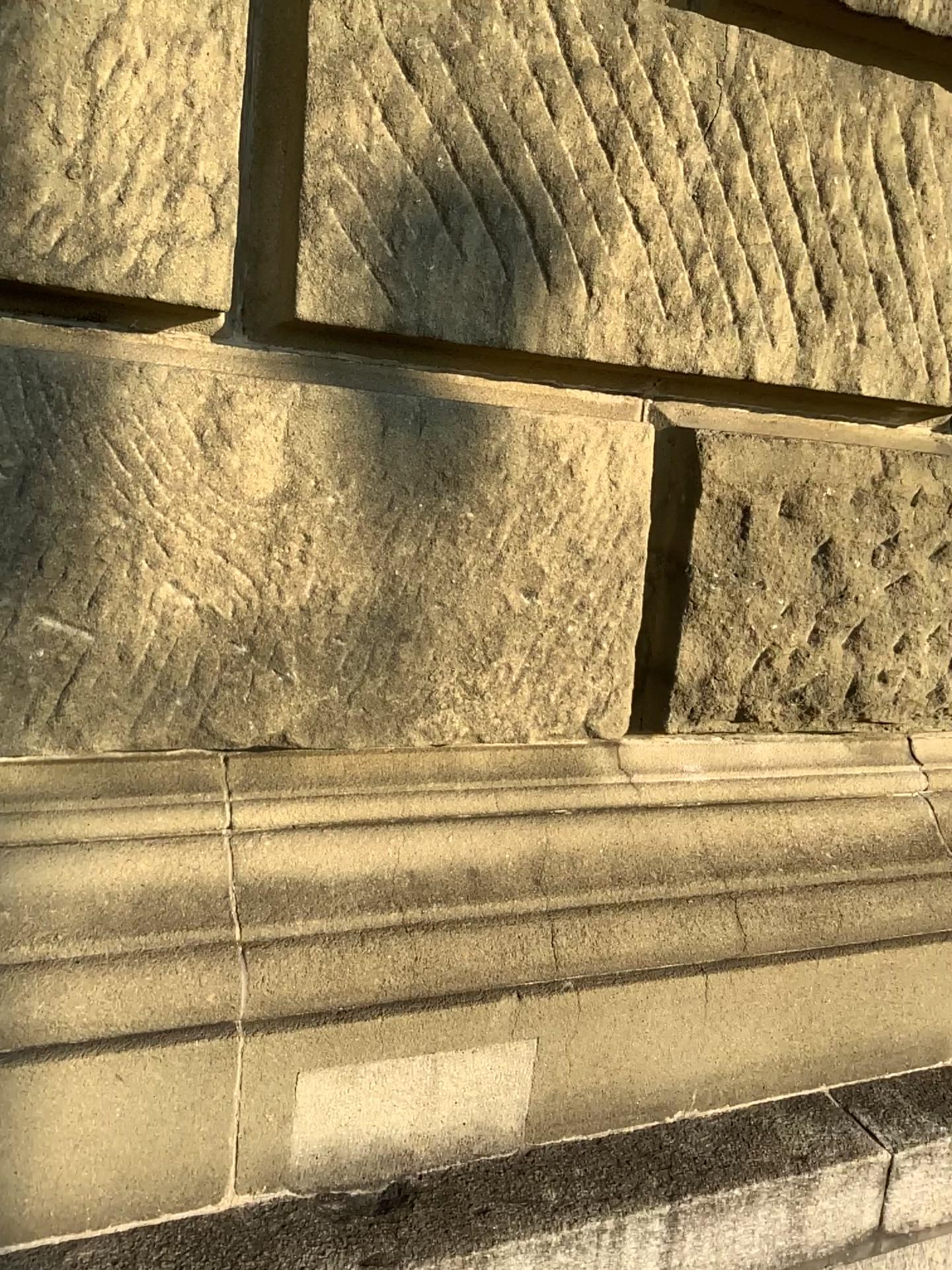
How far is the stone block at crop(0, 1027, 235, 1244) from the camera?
1.1m

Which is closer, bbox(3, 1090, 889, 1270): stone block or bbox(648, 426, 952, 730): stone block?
bbox(3, 1090, 889, 1270): stone block

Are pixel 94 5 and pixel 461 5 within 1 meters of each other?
yes

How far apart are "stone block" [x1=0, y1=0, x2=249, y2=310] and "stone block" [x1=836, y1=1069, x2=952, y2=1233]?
1.4 meters

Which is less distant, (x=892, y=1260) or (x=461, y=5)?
(x=461, y=5)

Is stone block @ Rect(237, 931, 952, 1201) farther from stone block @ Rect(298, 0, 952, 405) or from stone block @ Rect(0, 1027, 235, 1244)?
stone block @ Rect(298, 0, 952, 405)

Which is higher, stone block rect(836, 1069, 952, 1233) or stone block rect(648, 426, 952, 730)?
stone block rect(648, 426, 952, 730)

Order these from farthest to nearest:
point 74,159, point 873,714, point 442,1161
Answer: point 873,714
point 442,1161
point 74,159

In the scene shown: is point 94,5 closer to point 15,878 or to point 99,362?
point 99,362

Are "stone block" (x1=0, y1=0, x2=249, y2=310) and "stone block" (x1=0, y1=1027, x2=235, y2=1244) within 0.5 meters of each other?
no
